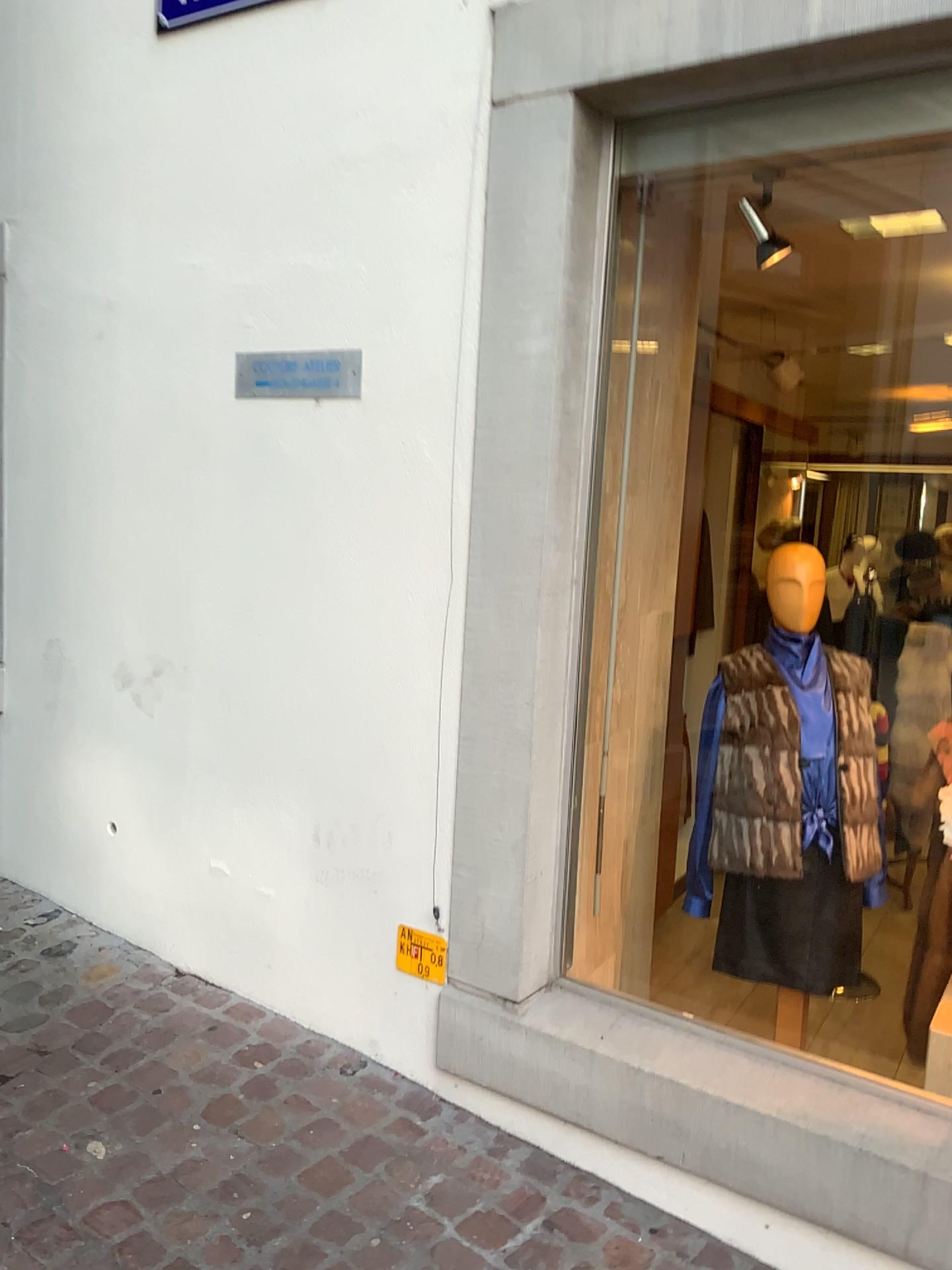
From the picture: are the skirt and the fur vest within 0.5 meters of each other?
yes

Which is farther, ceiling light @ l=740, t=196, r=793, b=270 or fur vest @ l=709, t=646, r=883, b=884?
ceiling light @ l=740, t=196, r=793, b=270

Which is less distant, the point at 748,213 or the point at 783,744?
the point at 783,744

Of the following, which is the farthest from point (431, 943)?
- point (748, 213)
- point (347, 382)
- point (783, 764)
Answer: point (748, 213)

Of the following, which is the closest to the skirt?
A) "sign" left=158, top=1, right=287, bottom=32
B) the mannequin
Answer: the mannequin

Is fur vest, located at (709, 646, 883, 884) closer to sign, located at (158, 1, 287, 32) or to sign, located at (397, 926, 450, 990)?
sign, located at (397, 926, 450, 990)

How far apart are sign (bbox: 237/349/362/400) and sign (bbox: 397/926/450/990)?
1.27m

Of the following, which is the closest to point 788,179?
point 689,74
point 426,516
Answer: point 689,74

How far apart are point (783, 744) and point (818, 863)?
0.3 meters

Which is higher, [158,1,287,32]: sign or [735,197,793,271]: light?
[158,1,287,32]: sign
